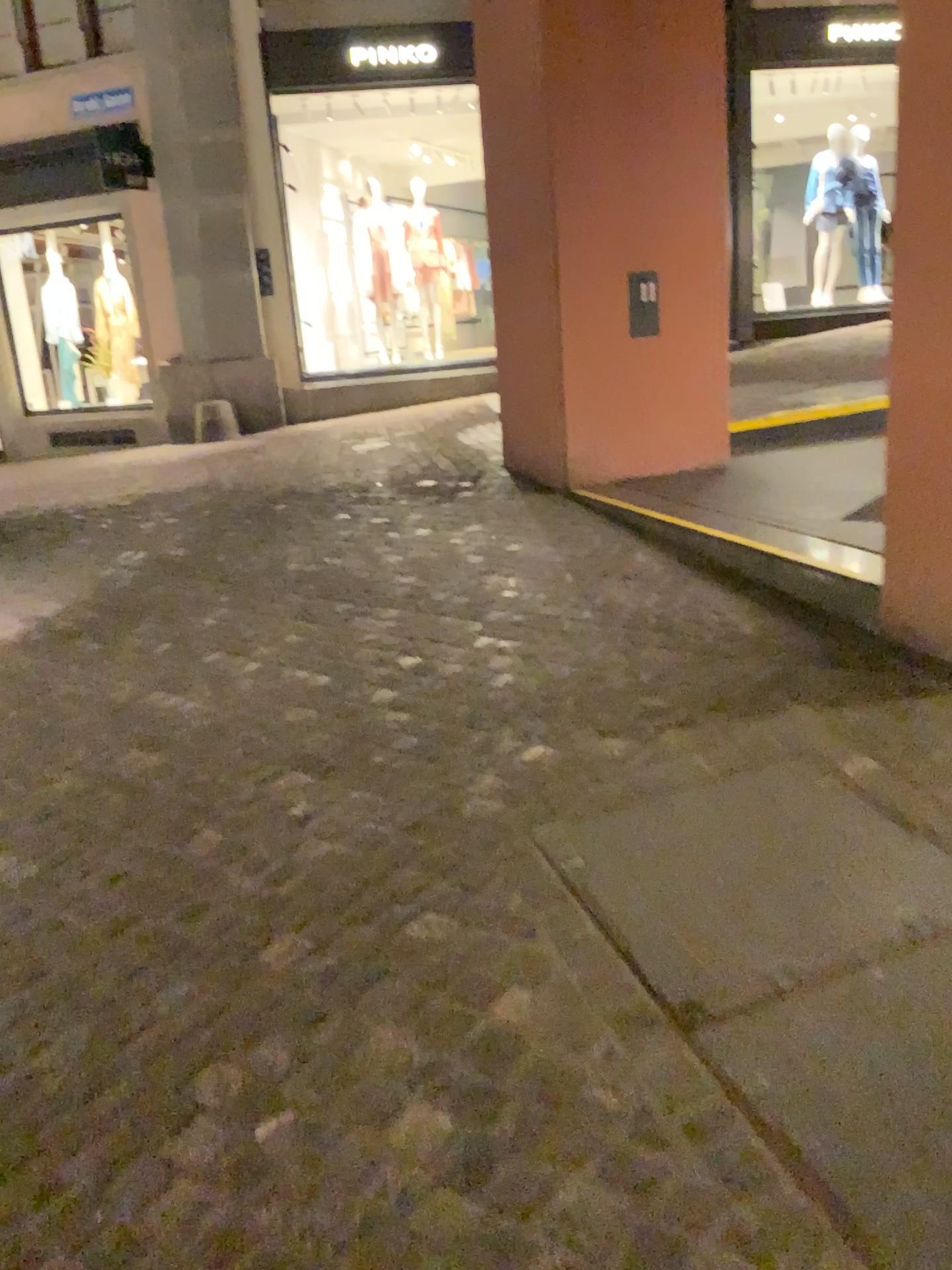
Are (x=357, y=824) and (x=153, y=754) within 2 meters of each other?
yes

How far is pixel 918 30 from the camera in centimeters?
270cm

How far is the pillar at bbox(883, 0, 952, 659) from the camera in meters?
2.7
